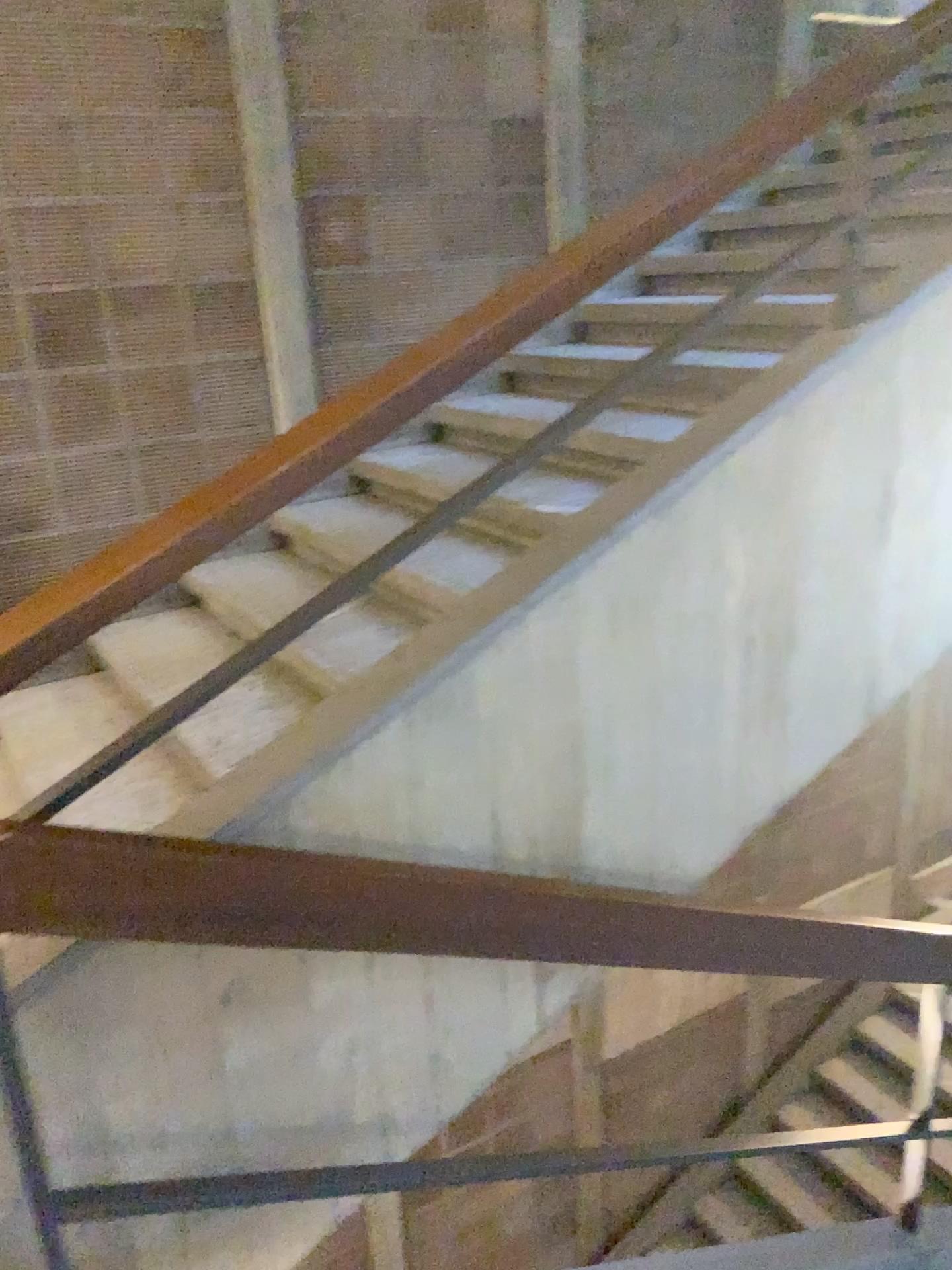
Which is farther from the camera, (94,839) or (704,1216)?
(704,1216)

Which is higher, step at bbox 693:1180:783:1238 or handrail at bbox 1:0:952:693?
handrail at bbox 1:0:952:693

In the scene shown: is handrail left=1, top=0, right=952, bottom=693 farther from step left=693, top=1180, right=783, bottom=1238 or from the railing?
step left=693, top=1180, right=783, bottom=1238

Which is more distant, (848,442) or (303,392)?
(303,392)

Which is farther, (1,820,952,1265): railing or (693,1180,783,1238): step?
(693,1180,783,1238): step

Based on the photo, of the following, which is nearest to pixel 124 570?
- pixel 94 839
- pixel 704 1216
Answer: pixel 94 839

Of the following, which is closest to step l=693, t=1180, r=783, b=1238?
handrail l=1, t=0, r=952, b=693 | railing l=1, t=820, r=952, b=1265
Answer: railing l=1, t=820, r=952, b=1265

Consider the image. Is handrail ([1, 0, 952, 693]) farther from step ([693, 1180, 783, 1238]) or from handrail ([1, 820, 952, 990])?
step ([693, 1180, 783, 1238])

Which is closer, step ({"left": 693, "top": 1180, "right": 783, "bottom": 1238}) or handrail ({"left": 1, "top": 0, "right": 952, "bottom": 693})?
handrail ({"left": 1, "top": 0, "right": 952, "bottom": 693})

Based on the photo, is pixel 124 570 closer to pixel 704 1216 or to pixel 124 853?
pixel 124 853
